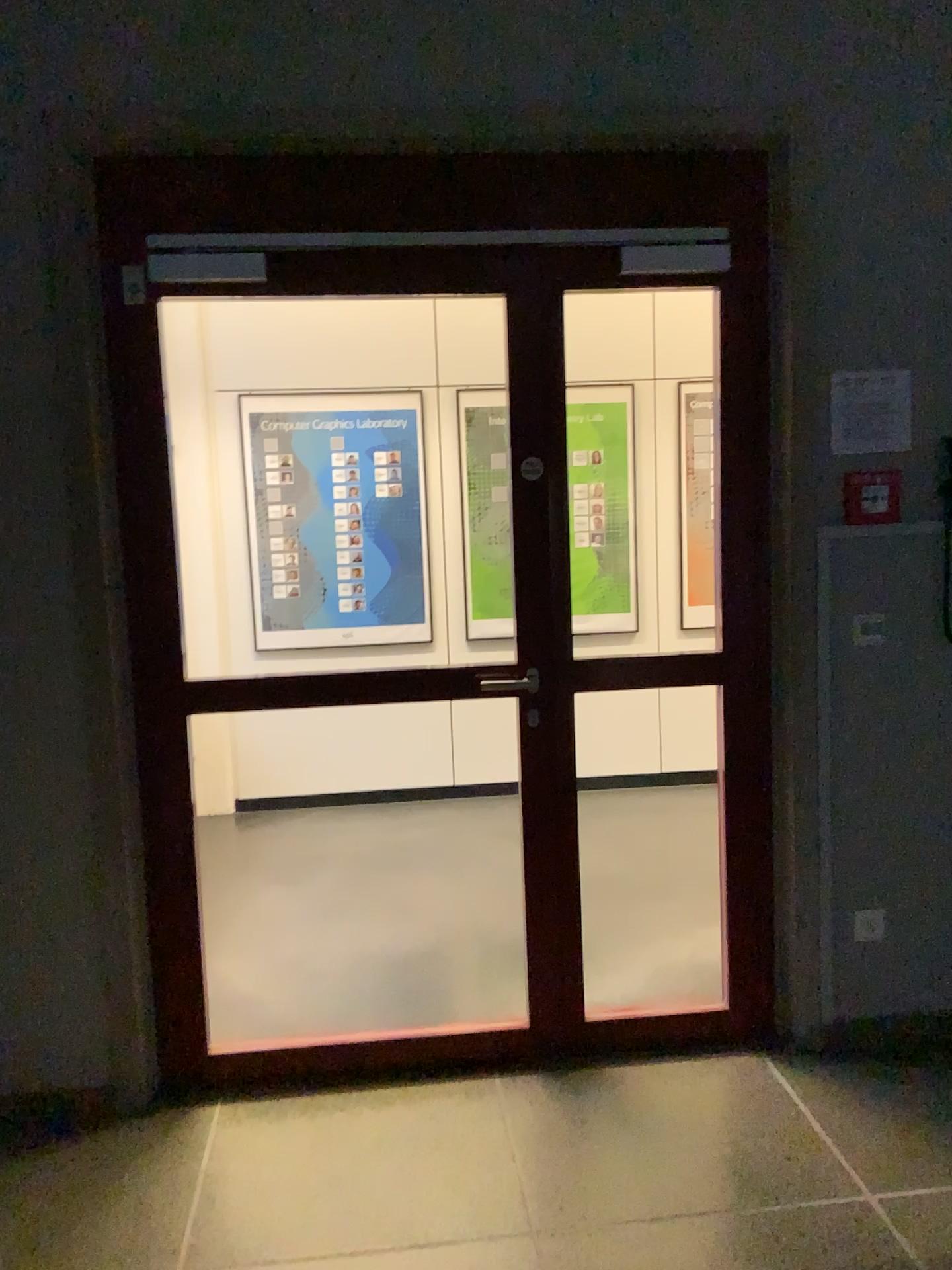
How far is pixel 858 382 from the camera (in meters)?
2.73

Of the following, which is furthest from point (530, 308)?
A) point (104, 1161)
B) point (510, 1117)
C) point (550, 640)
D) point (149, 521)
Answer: point (104, 1161)

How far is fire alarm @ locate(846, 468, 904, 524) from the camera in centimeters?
275cm

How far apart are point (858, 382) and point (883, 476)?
0.3 meters

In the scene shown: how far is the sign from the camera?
2.7 meters

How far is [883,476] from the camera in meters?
2.8 m
